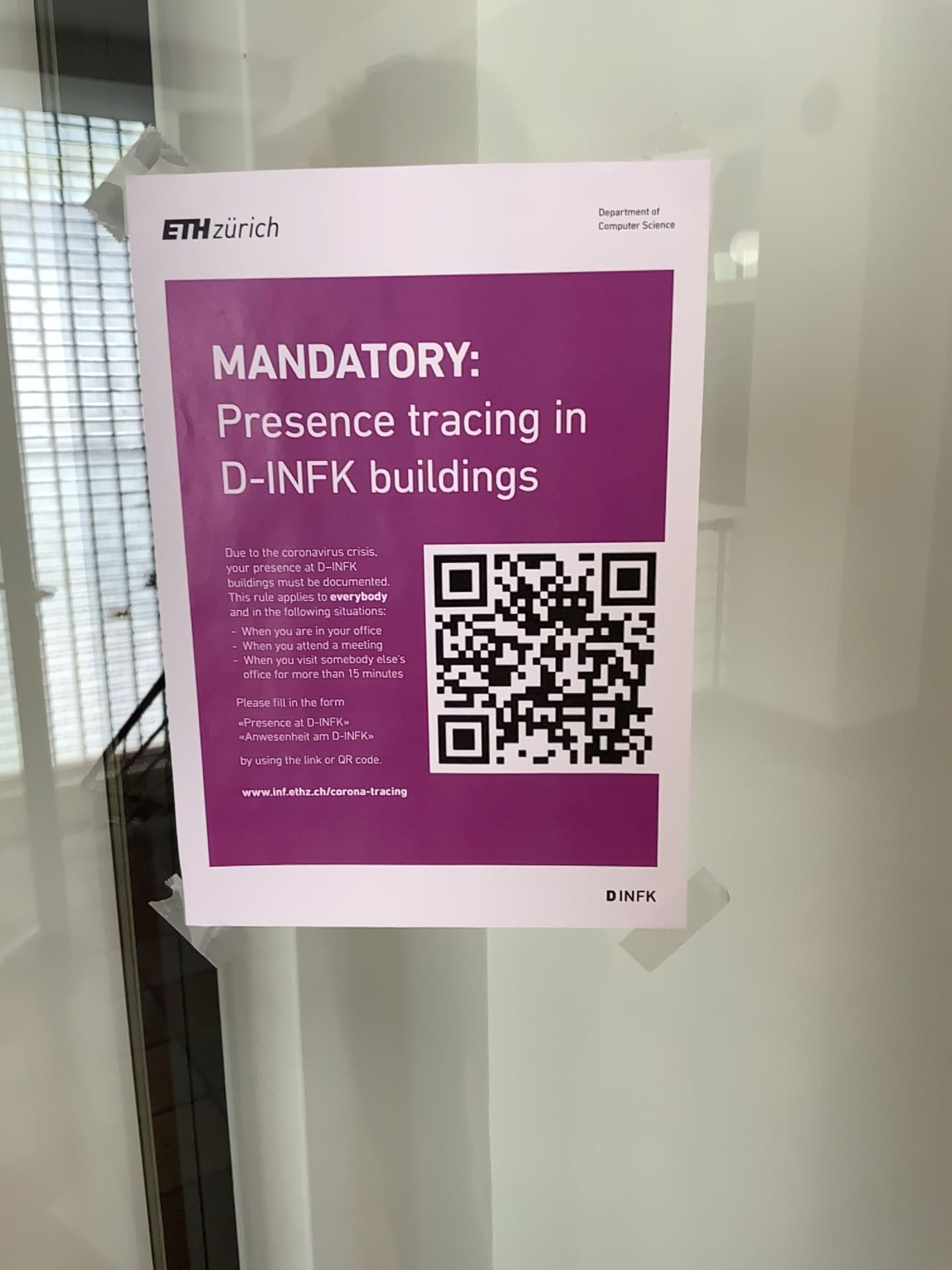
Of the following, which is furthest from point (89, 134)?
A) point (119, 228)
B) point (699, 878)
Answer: point (699, 878)

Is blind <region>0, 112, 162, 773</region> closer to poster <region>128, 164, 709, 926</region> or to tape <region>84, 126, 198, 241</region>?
tape <region>84, 126, 198, 241</region>

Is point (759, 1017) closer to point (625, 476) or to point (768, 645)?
point (768, 645)

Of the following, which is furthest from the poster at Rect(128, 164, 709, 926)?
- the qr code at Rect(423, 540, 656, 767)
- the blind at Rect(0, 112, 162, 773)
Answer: the blind at Rect(0, 112, 162, 773)

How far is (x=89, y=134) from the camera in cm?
87

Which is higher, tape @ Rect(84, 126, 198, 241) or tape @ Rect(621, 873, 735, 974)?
tape @ Rect(84, 126, 198, 241)

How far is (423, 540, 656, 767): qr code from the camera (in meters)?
0.41

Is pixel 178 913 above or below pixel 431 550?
below

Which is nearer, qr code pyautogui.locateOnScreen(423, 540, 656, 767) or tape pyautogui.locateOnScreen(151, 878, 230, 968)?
qr code pyautogui.locateOnScreen(423, 540, 656, 767)

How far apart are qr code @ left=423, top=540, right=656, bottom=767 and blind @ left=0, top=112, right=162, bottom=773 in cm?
47
